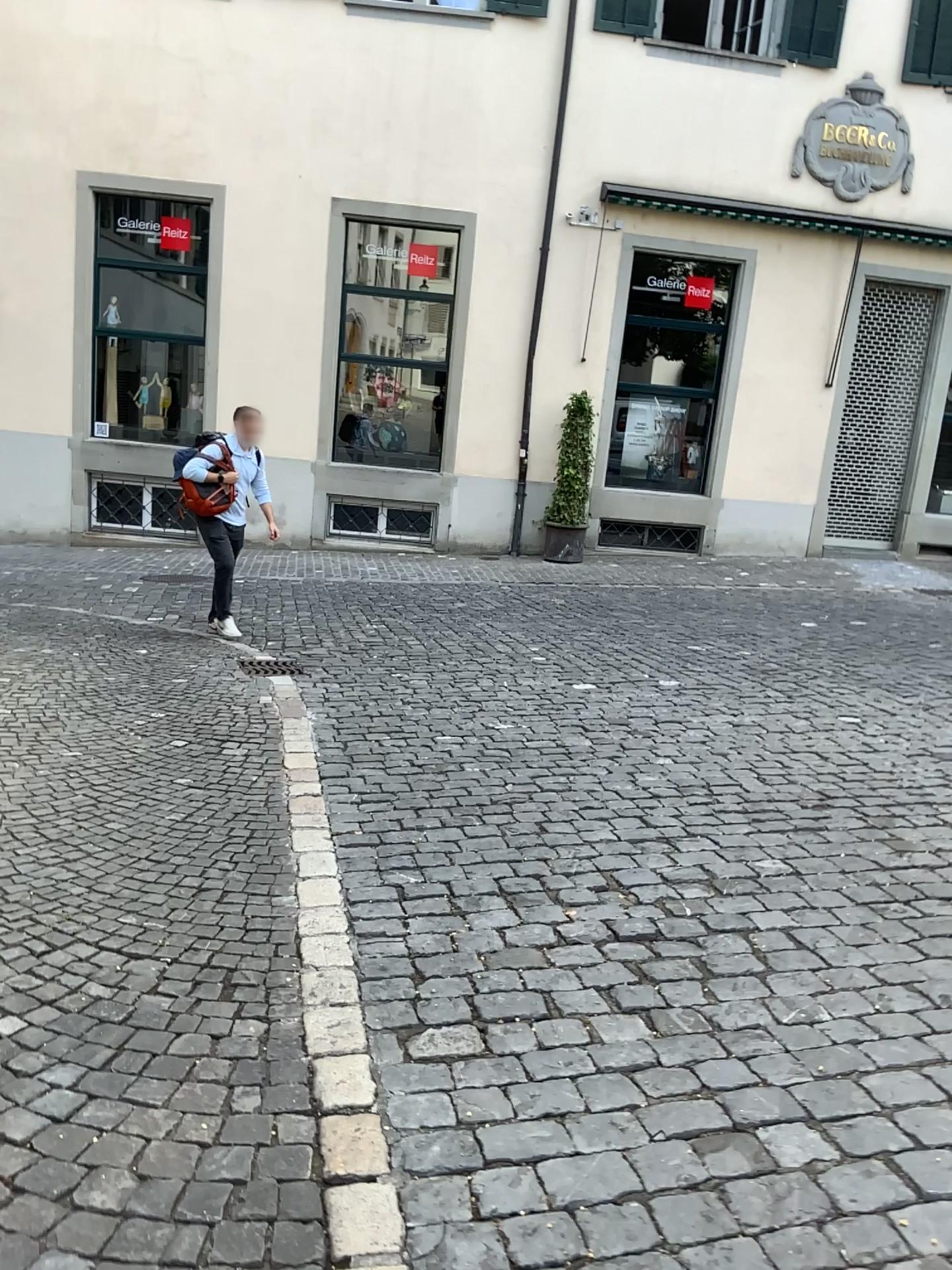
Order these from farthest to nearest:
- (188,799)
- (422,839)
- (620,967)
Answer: (188,799) < (422,839) < (620,967)
